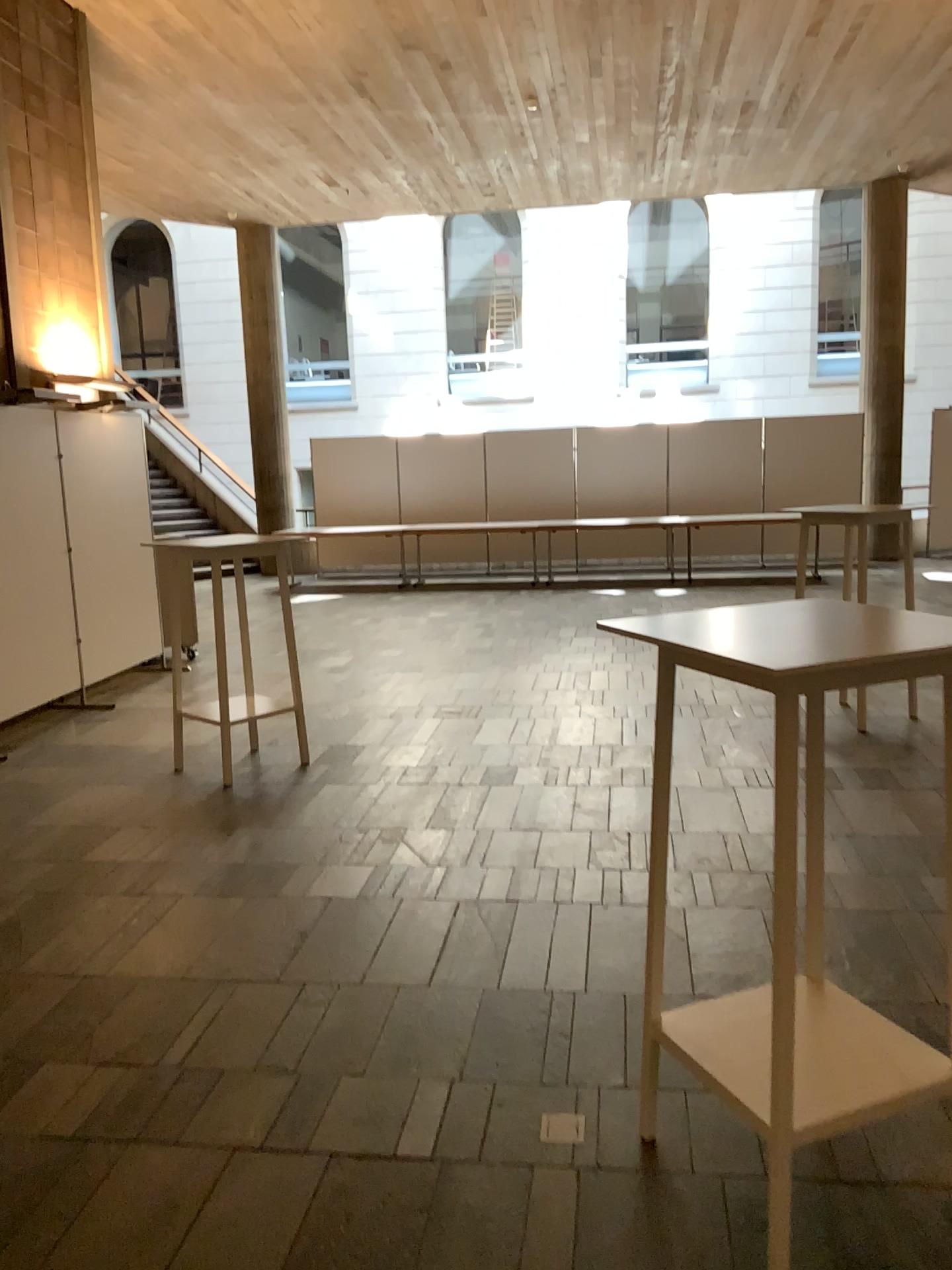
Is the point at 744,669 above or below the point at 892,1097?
above

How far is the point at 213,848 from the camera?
4.28m
